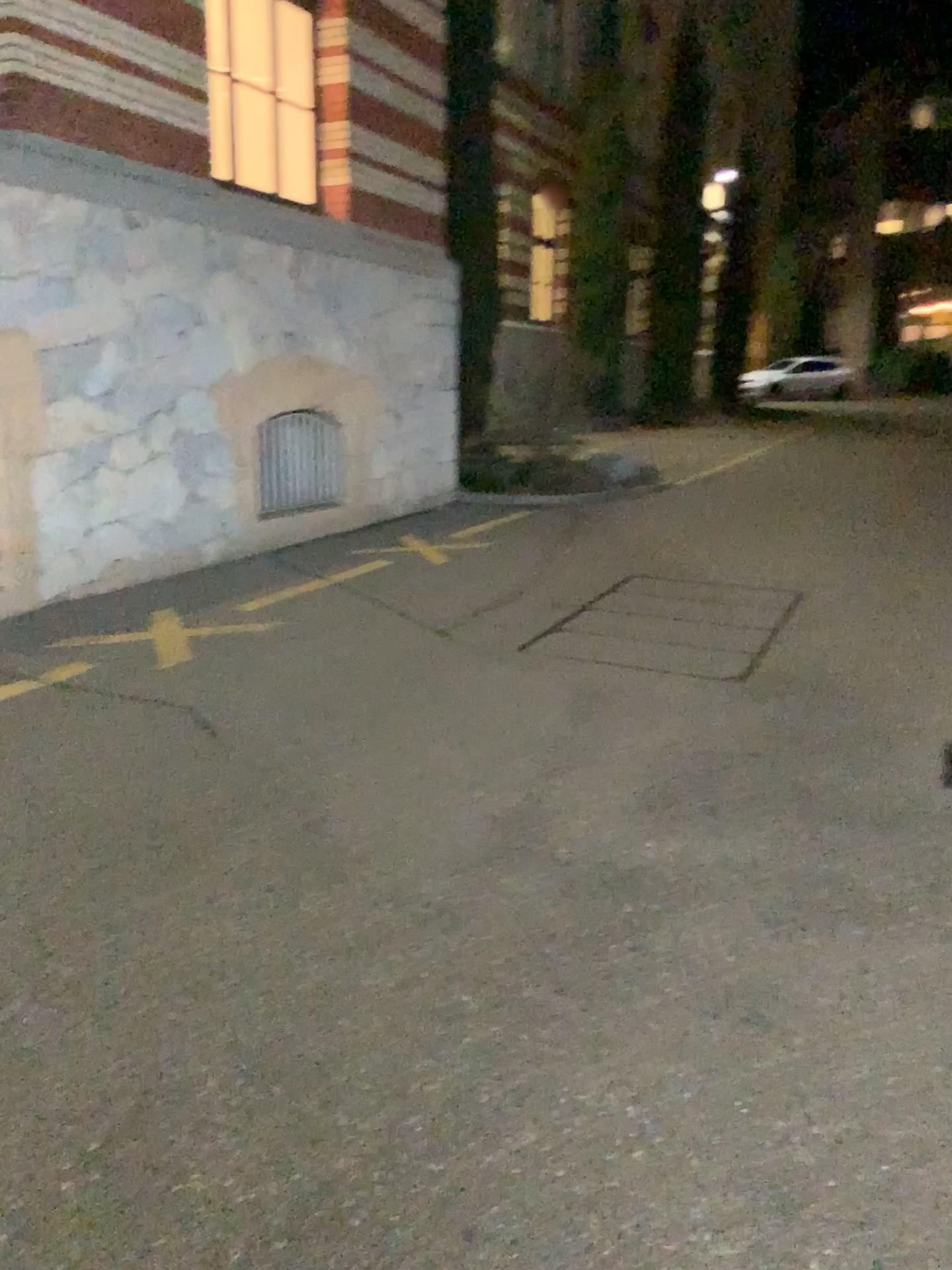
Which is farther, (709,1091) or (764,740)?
(764,740)
